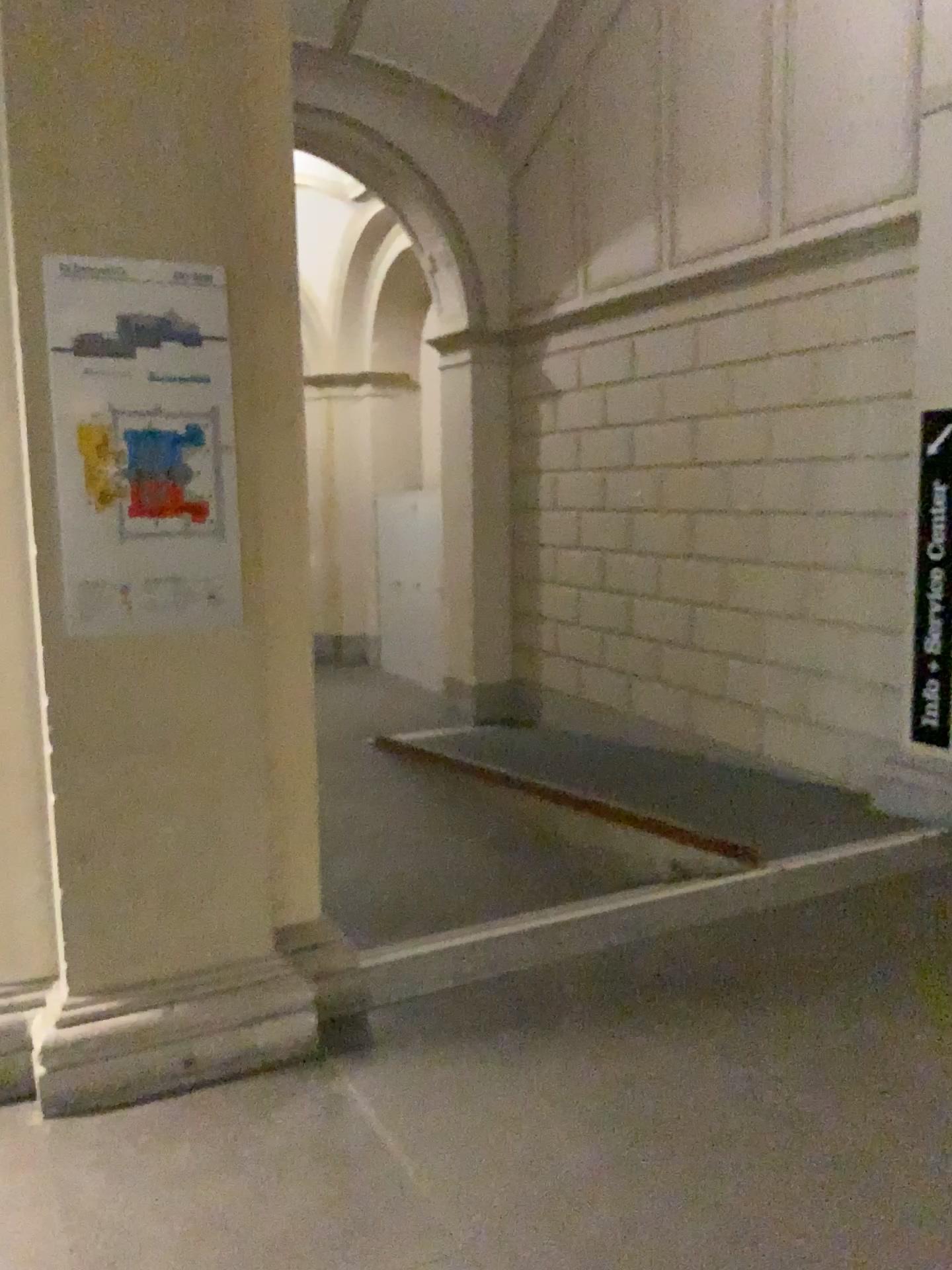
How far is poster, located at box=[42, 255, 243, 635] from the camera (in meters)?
2.55

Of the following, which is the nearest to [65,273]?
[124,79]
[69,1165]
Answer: [124,79]

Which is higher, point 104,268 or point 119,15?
point 119,15

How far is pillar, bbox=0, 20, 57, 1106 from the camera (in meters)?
2.65

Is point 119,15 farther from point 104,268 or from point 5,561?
point 5,561

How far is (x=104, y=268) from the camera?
2.5m
